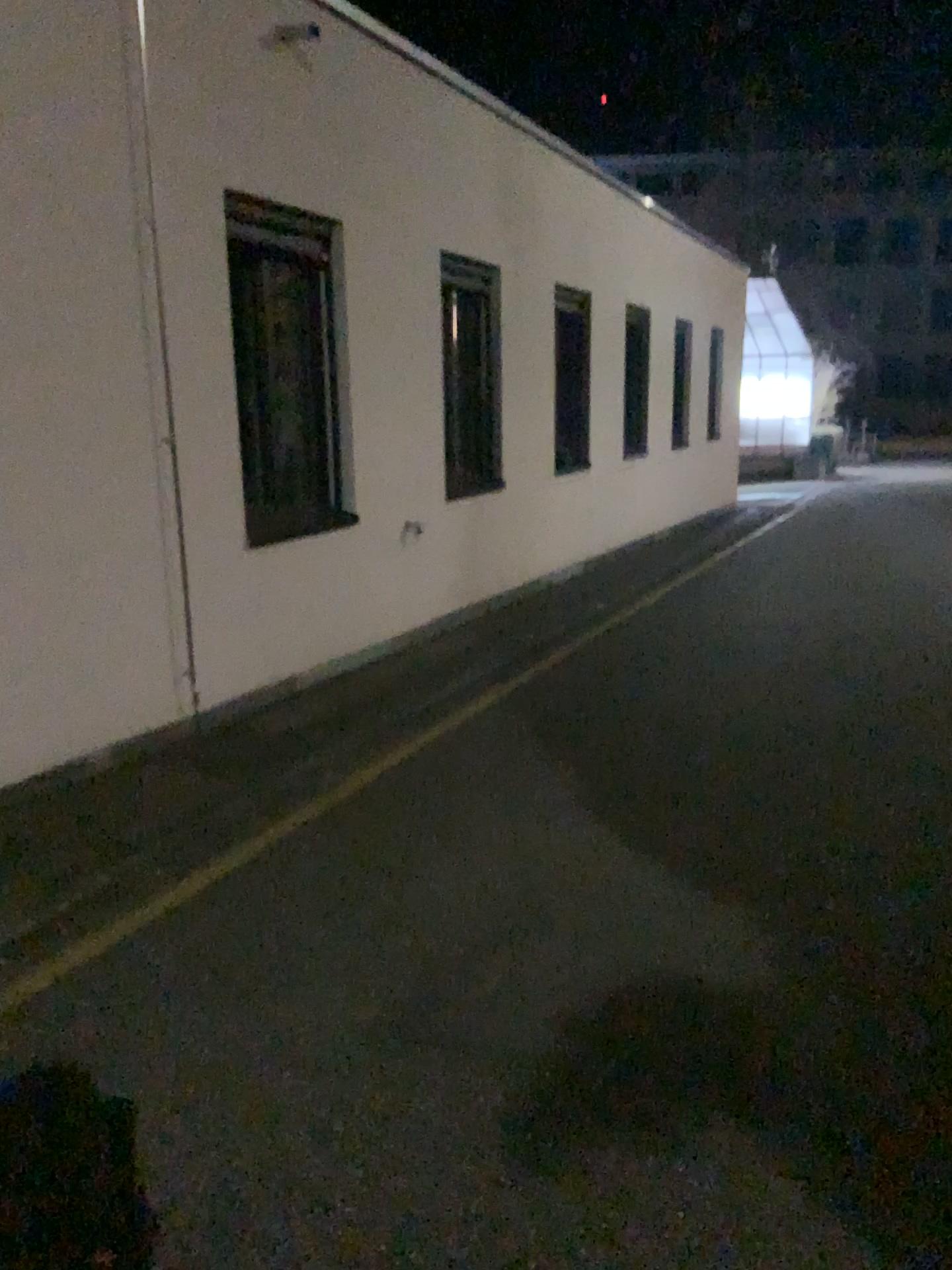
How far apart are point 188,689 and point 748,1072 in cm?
336
